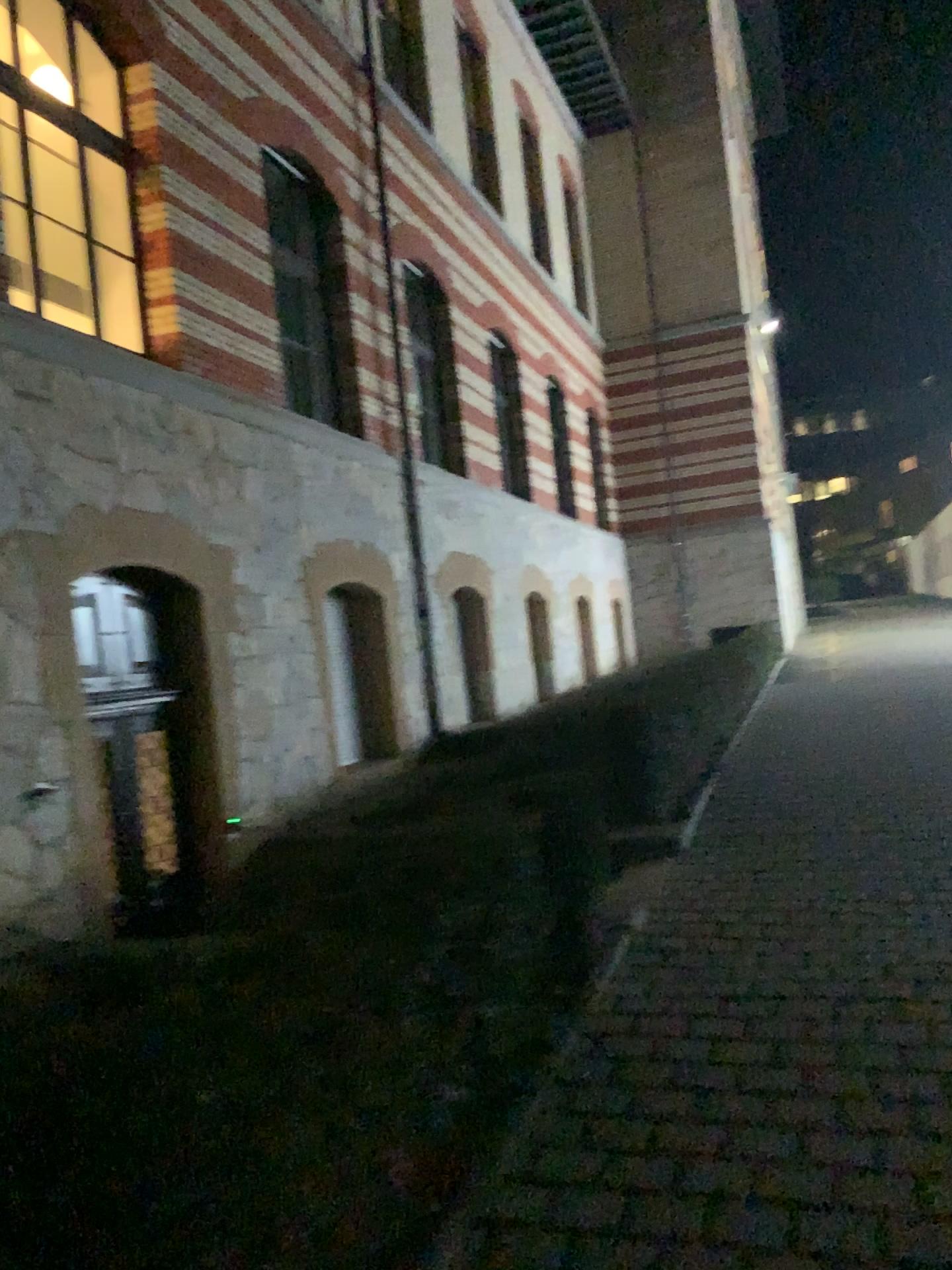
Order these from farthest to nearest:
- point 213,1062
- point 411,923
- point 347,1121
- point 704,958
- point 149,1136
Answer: point 704,958
point 411,923
point 347,1121
point 213,1062
point 149,1136
